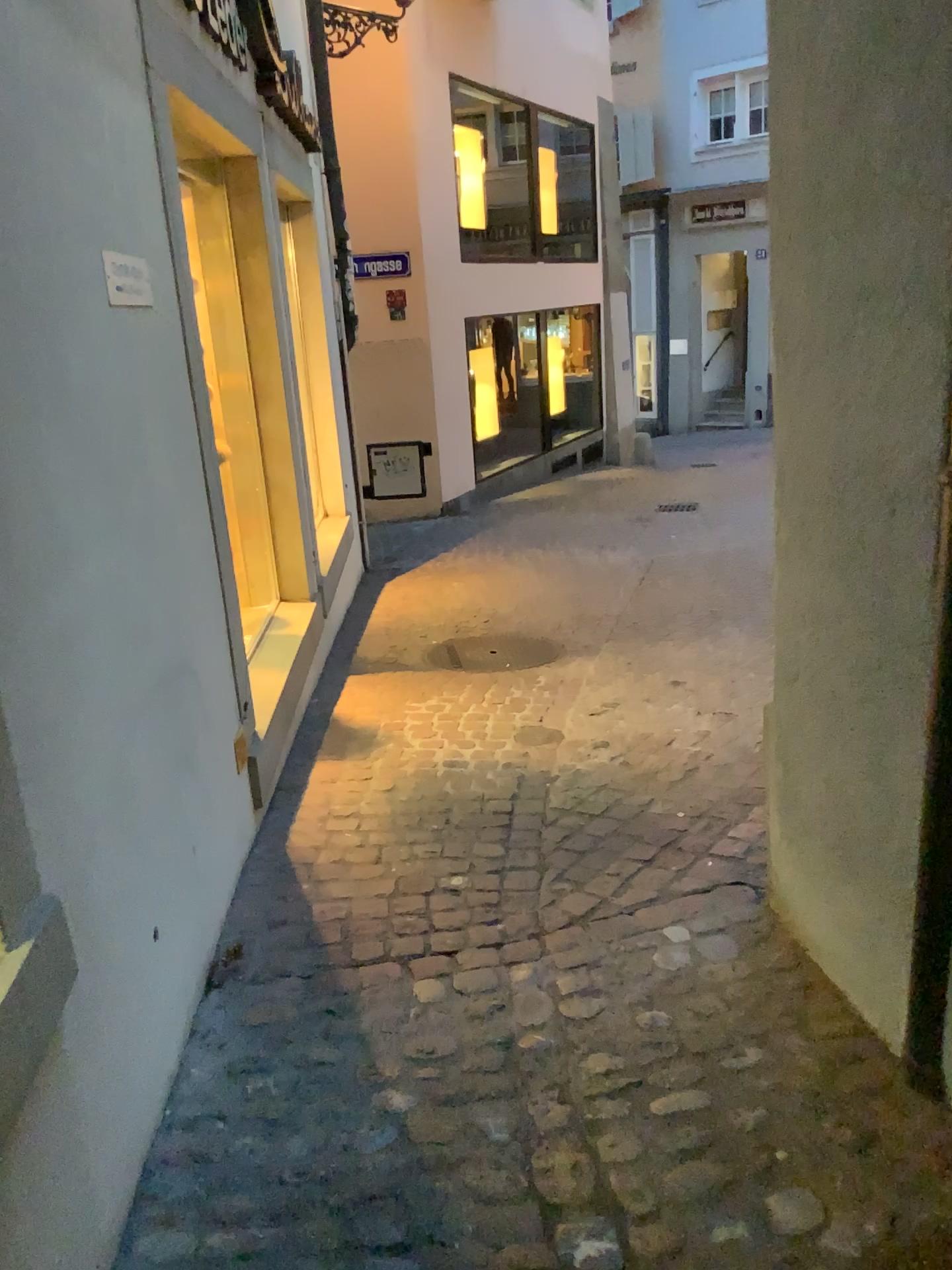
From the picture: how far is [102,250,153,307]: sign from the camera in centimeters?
216cm

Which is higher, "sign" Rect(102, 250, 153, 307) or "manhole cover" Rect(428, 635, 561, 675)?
"sign" Rect(102, 250, 153, 307)

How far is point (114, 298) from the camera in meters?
2.2 m

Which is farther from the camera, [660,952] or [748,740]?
[748,740]

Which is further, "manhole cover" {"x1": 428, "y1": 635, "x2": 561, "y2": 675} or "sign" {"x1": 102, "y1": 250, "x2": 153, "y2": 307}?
"manhole cover" {"x1": 428, "y1": 635, "x2": 561, "y2": 675}

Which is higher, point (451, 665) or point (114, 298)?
point (114, 298)

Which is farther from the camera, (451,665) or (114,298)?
(451,665)
